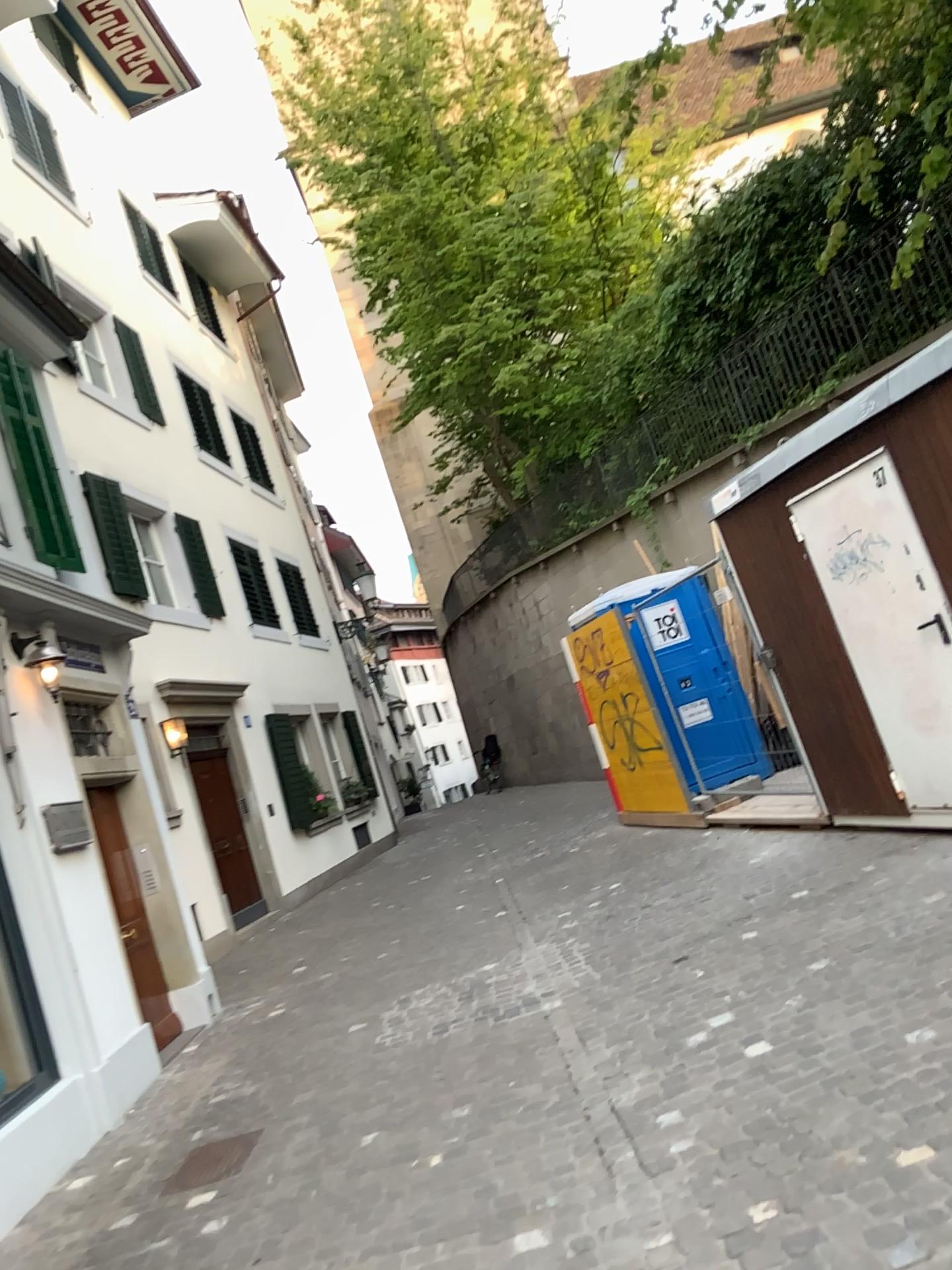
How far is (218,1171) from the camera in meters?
4.3

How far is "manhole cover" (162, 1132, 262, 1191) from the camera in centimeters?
431cm

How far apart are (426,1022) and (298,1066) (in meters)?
0.69
